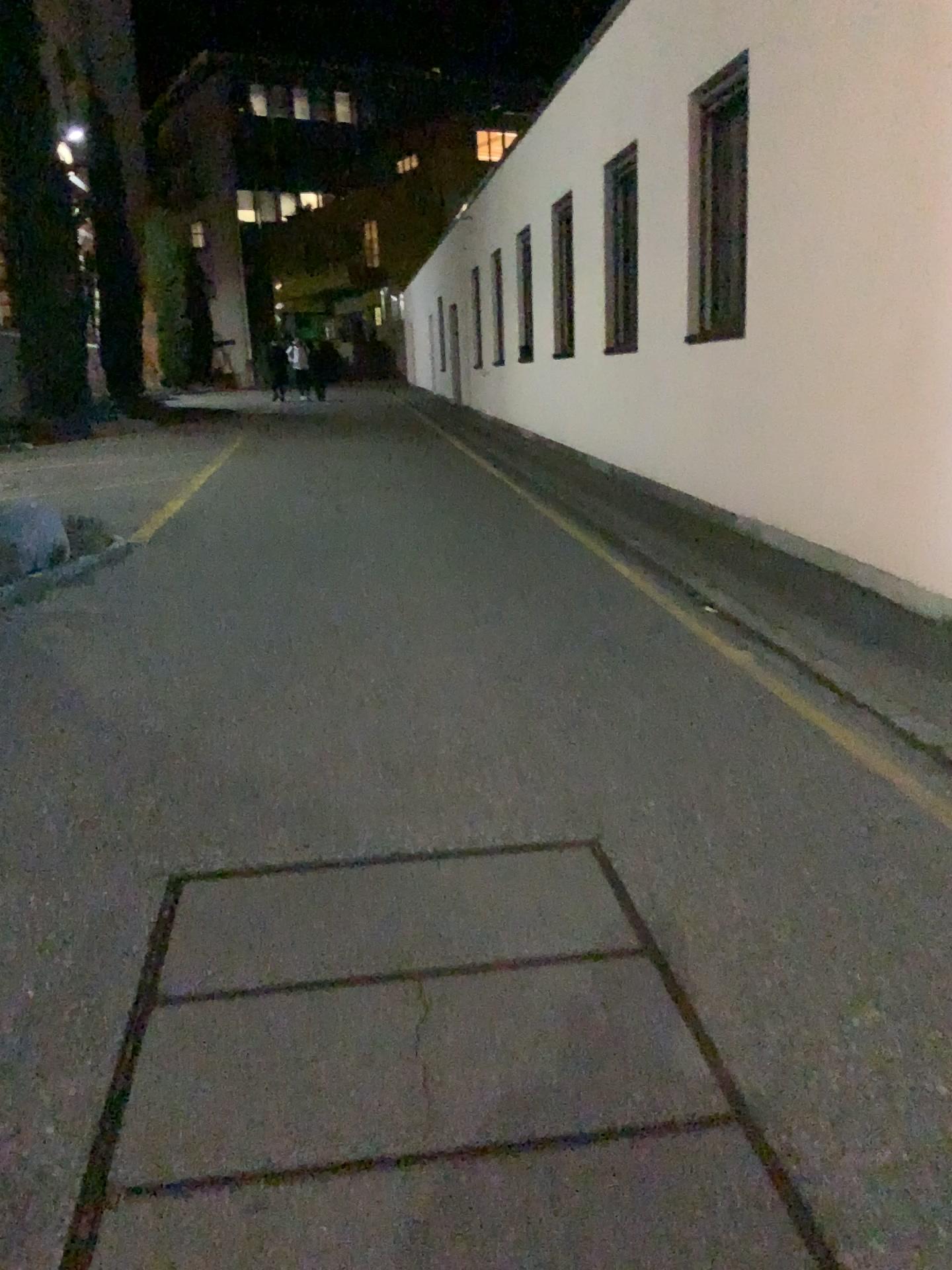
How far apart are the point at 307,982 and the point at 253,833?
0.79m
